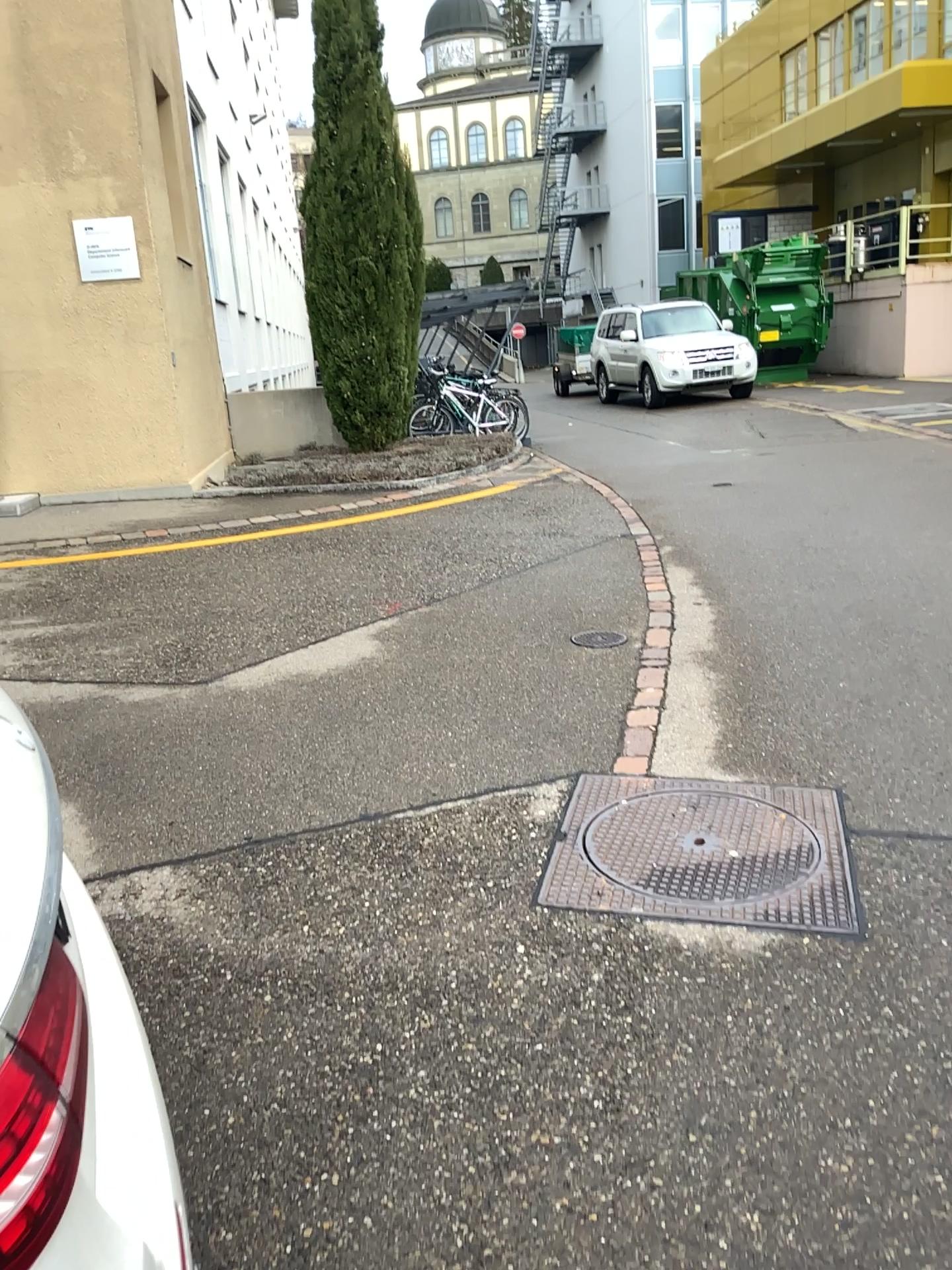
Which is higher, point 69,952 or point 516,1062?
point 69,952

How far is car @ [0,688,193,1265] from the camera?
0.9m

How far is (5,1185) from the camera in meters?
0.9 m

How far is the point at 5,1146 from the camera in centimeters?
92cm

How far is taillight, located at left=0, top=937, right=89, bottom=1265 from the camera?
0.88m
